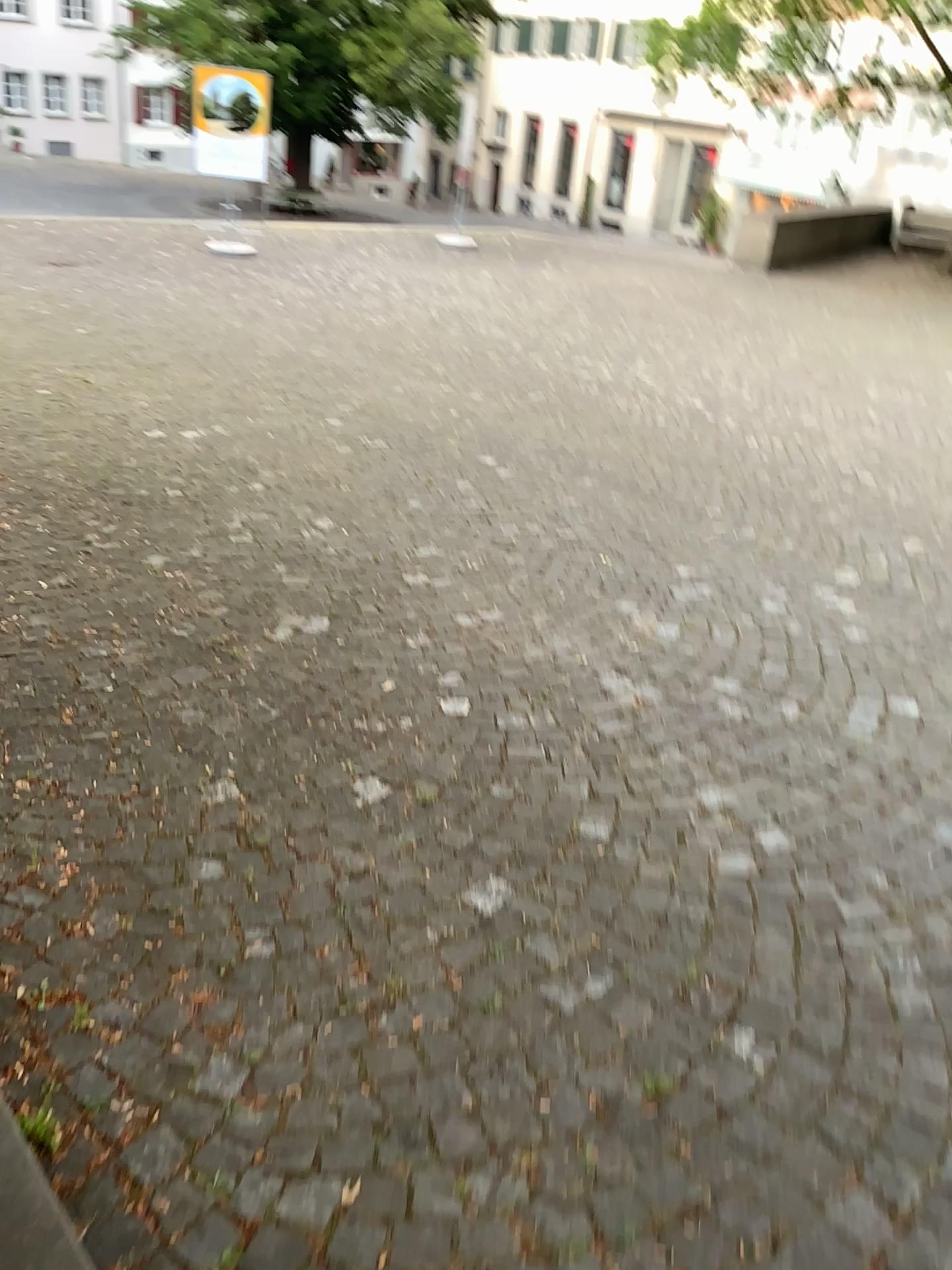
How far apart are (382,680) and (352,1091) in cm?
166
